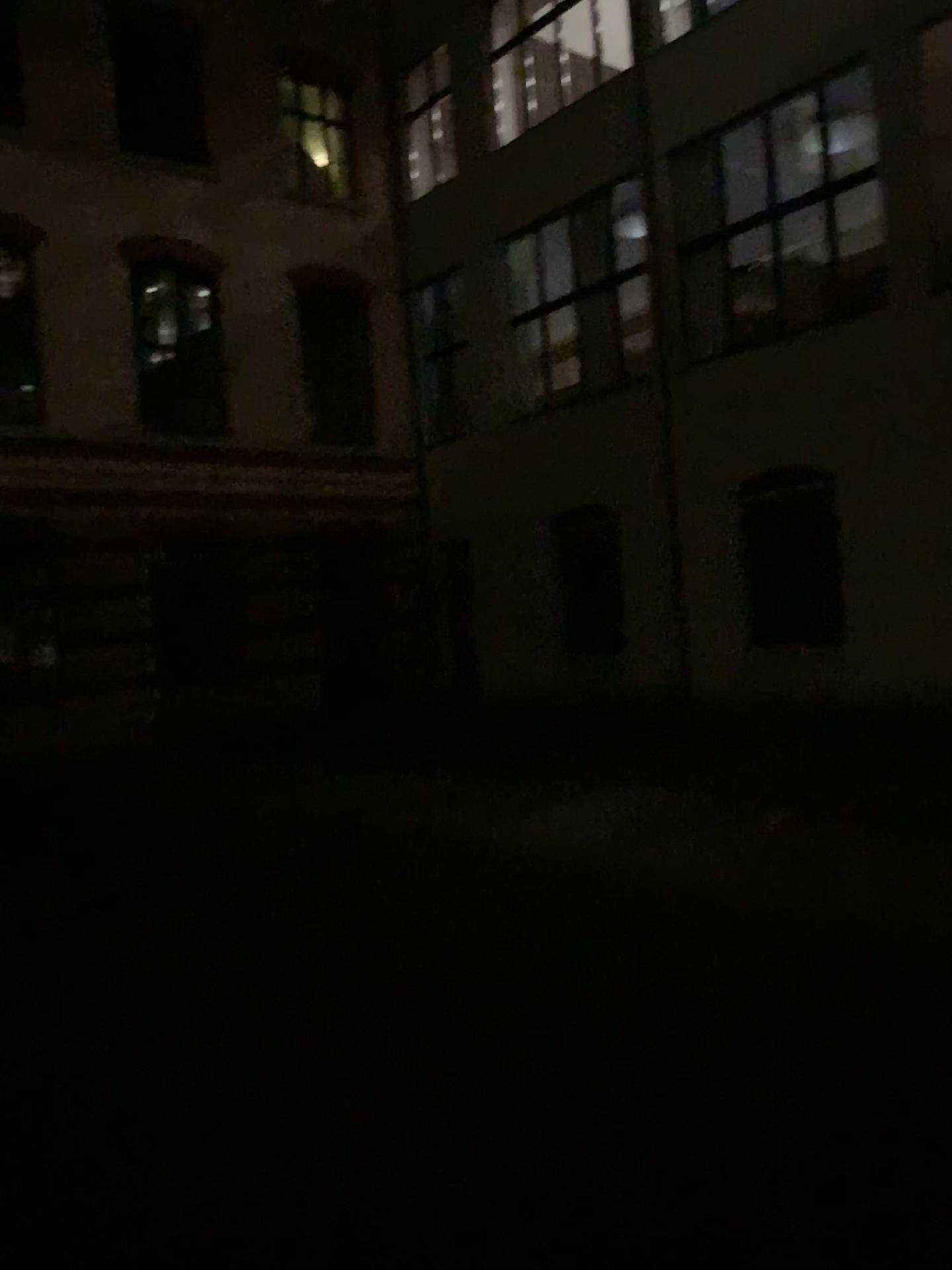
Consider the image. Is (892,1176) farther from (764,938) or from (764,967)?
(764,938)
